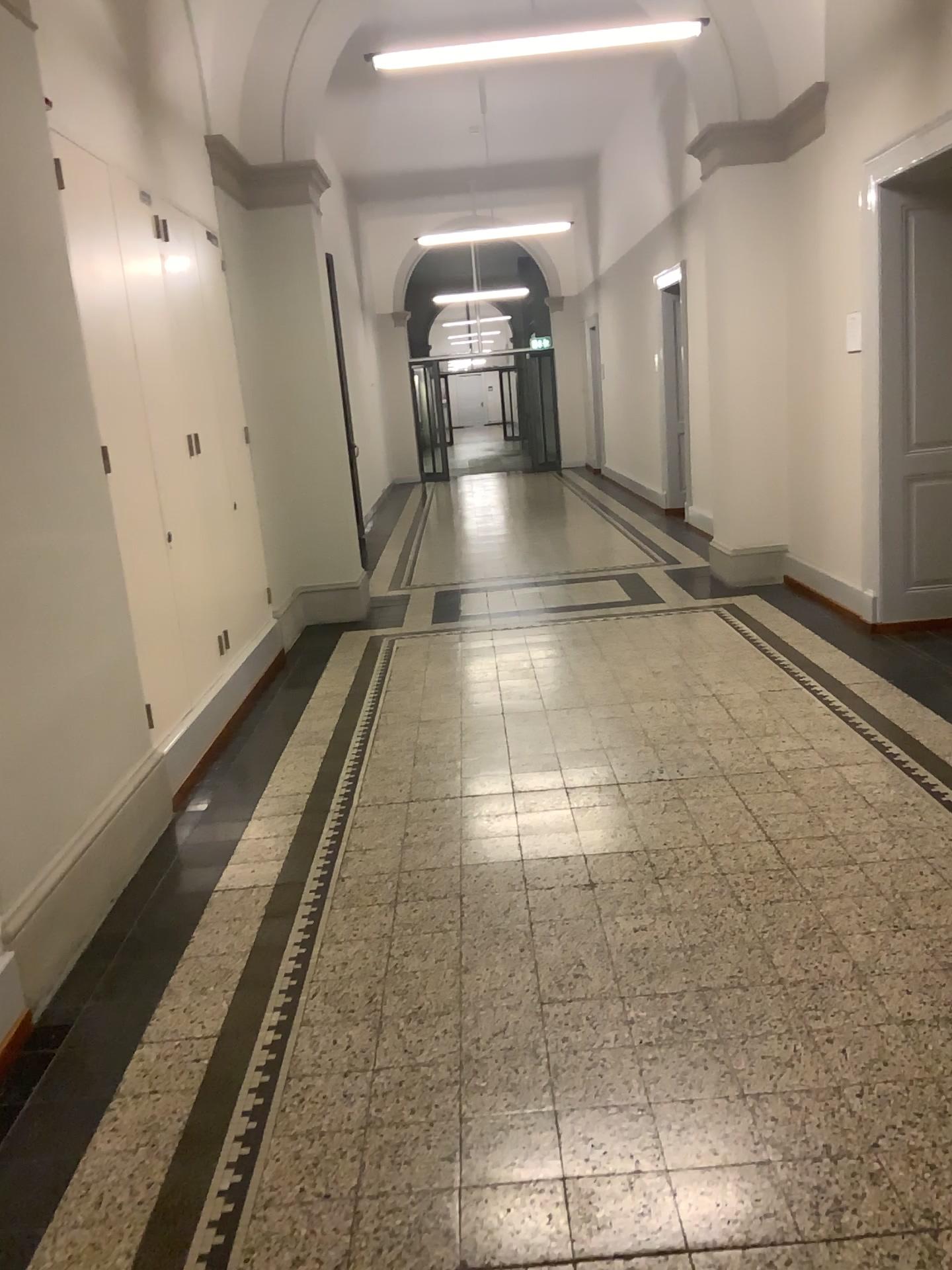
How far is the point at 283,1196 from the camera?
2.06m
